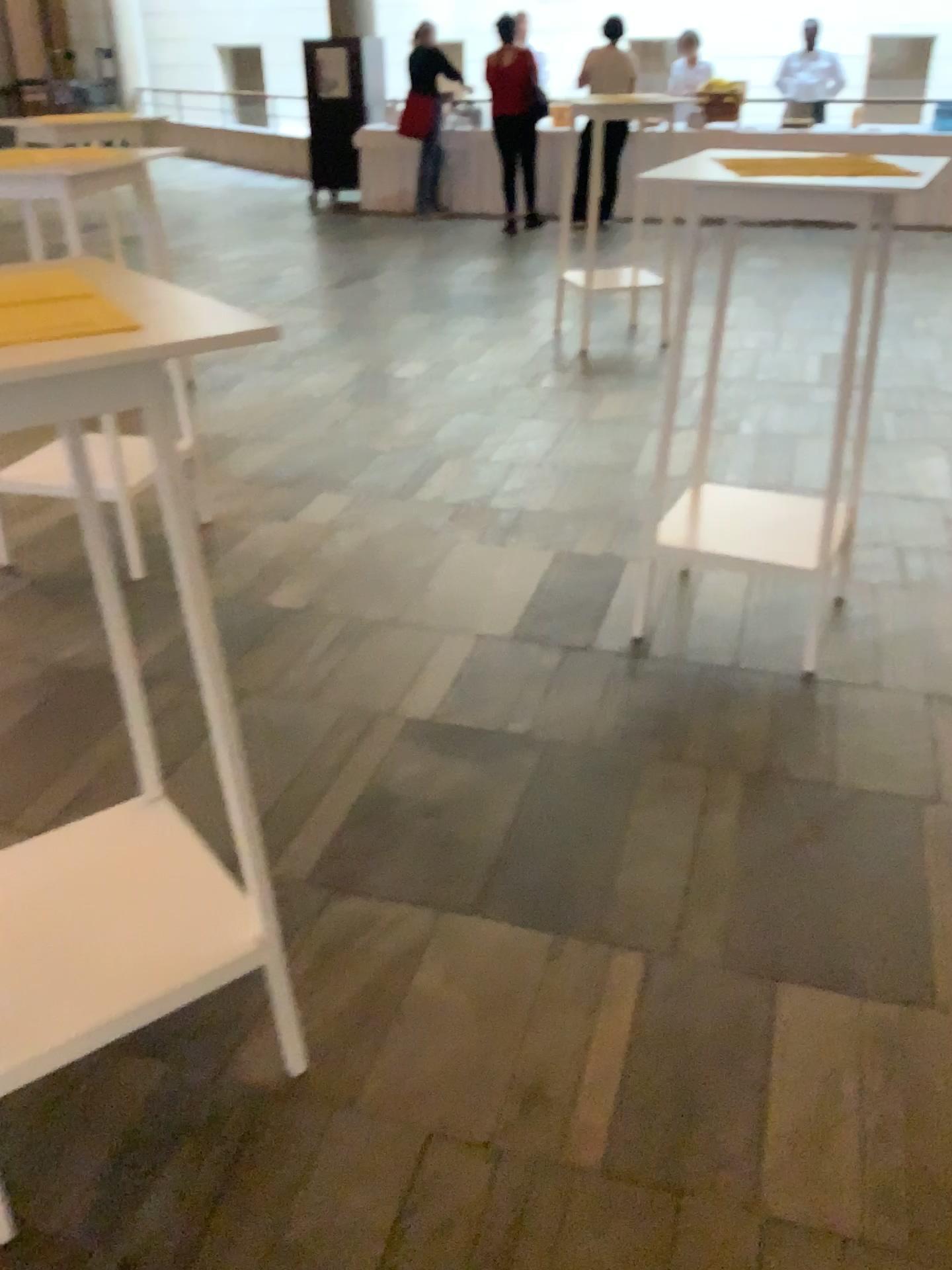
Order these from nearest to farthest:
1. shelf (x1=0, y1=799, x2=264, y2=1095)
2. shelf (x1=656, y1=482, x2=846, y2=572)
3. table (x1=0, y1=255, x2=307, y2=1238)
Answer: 1. table (x1=0, y1=255, x2=307, y2=1238)
2. shelf (x1=0, y1=799, x2=264, y2=1095)
3. shelf (x1=656, y1=482, x2=846, y2=572)

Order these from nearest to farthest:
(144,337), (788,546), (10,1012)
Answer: (144,337) < (10,1012) < (788,546)

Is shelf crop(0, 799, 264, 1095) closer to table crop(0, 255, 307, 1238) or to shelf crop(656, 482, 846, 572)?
table crop(0, 255, 307, 1238)

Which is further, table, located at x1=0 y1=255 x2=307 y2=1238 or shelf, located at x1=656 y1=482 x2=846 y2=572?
shelf, located at x1=656 y1=482 x2=846 y2=572

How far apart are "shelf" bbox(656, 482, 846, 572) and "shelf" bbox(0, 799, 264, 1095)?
1.59m

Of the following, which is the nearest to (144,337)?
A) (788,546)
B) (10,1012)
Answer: (10,1012)

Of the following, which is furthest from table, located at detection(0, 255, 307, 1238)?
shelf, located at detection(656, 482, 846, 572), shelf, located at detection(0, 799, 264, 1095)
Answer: shelf, located at detection(656, 482, 846, 572)

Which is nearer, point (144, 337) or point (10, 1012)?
point (144, 337)

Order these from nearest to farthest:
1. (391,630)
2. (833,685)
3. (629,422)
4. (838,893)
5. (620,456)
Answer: (838,893), (833,685), (391,630), (620,456), (629,422)

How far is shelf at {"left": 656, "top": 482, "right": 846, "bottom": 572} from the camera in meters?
2.9
